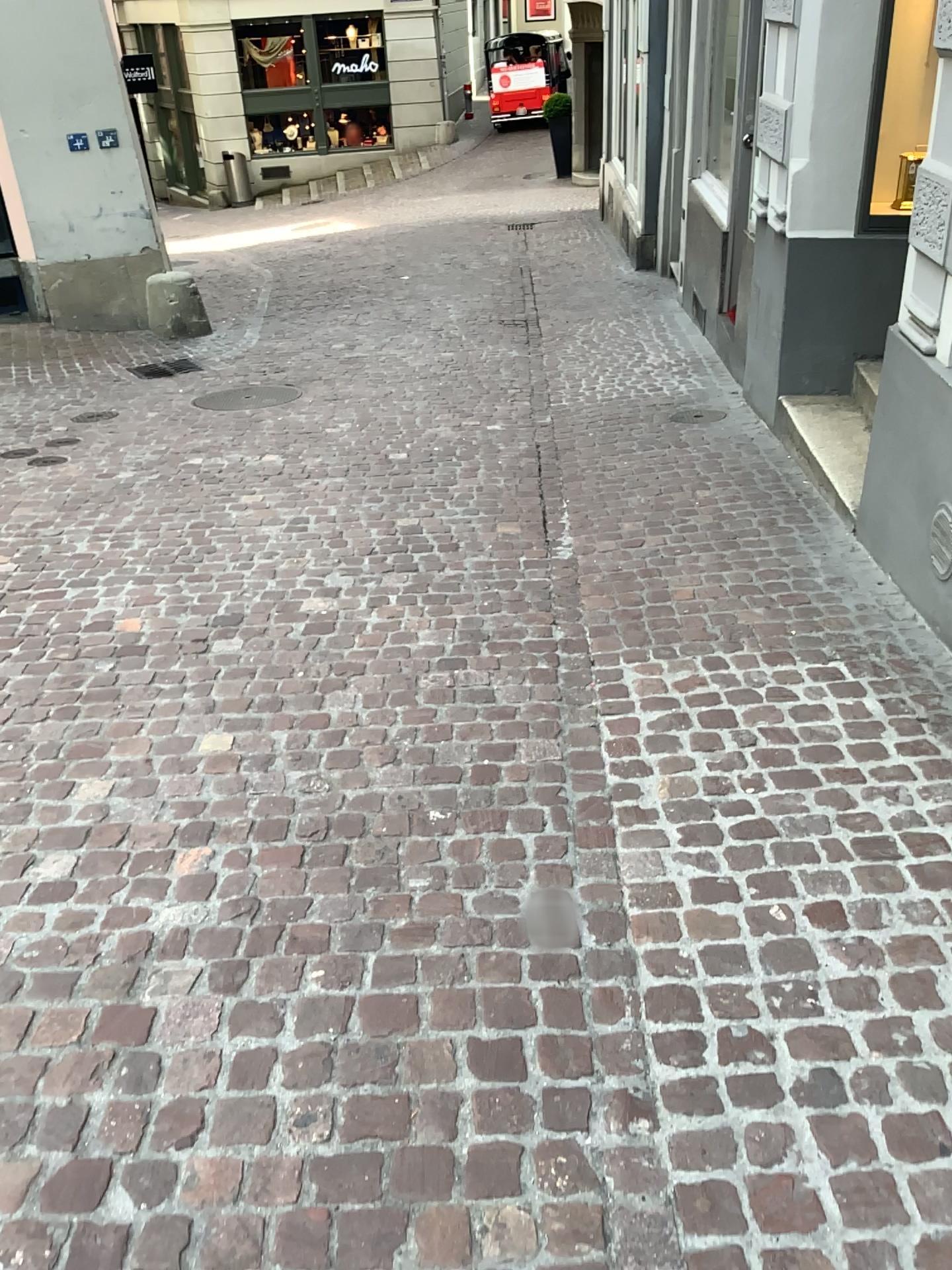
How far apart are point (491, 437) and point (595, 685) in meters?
2.7
